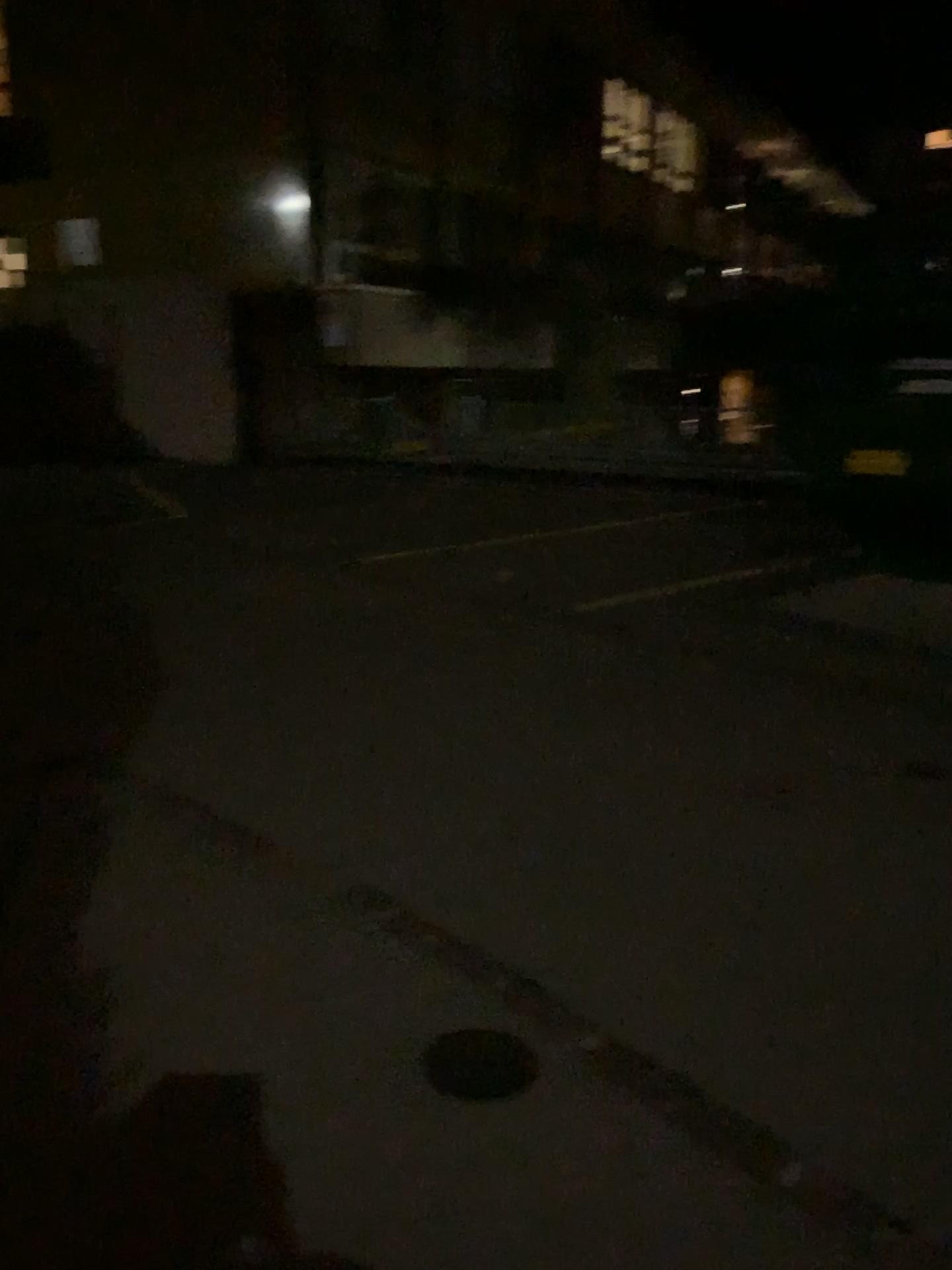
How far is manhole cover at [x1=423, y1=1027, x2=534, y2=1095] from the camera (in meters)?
2.38

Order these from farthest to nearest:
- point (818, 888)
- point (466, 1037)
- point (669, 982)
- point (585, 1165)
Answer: point (818, 888), point (669, 982), point (466, 1037), point (585, 1165)

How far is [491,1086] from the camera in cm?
238
